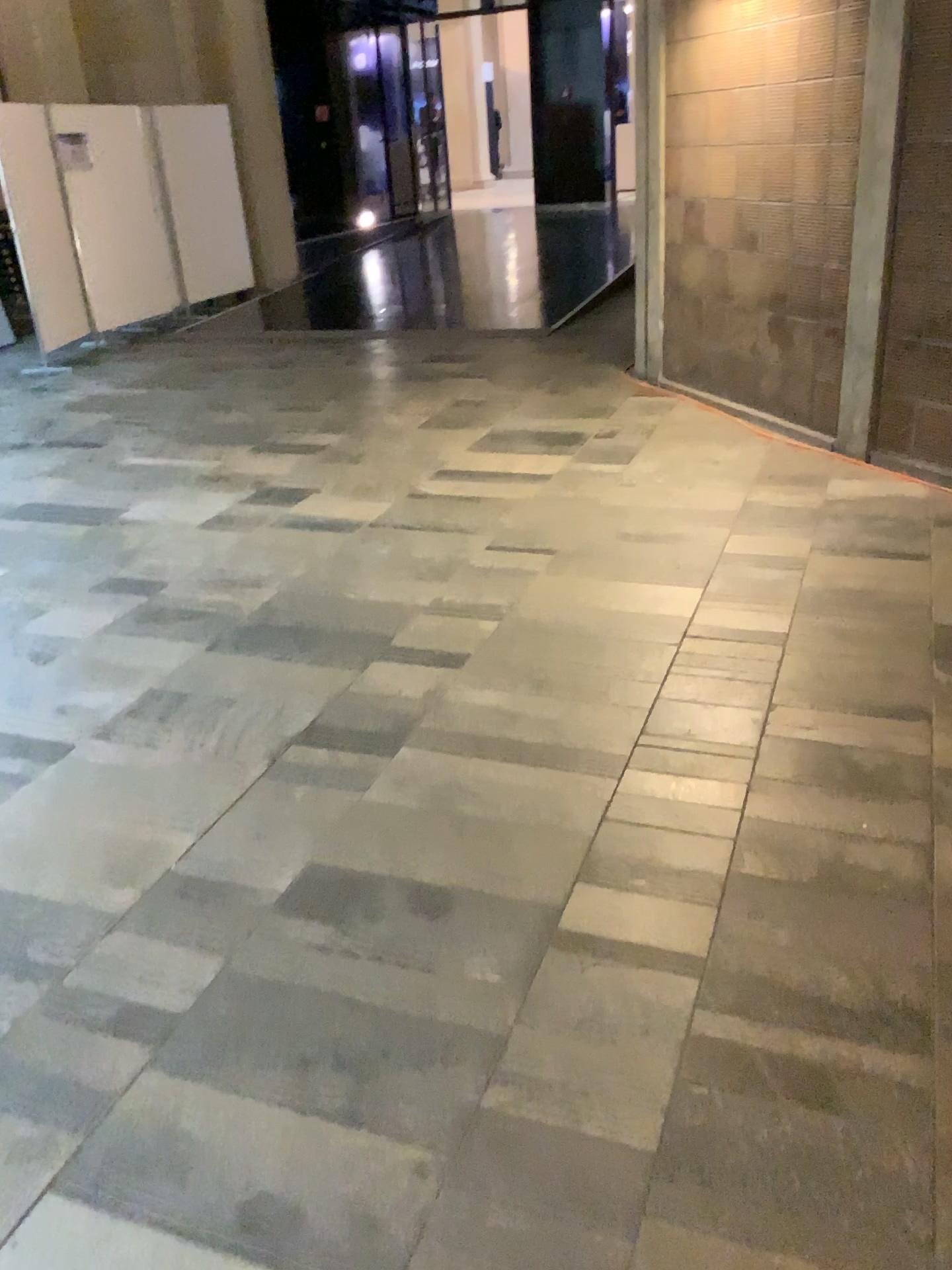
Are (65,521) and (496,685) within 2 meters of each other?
no
